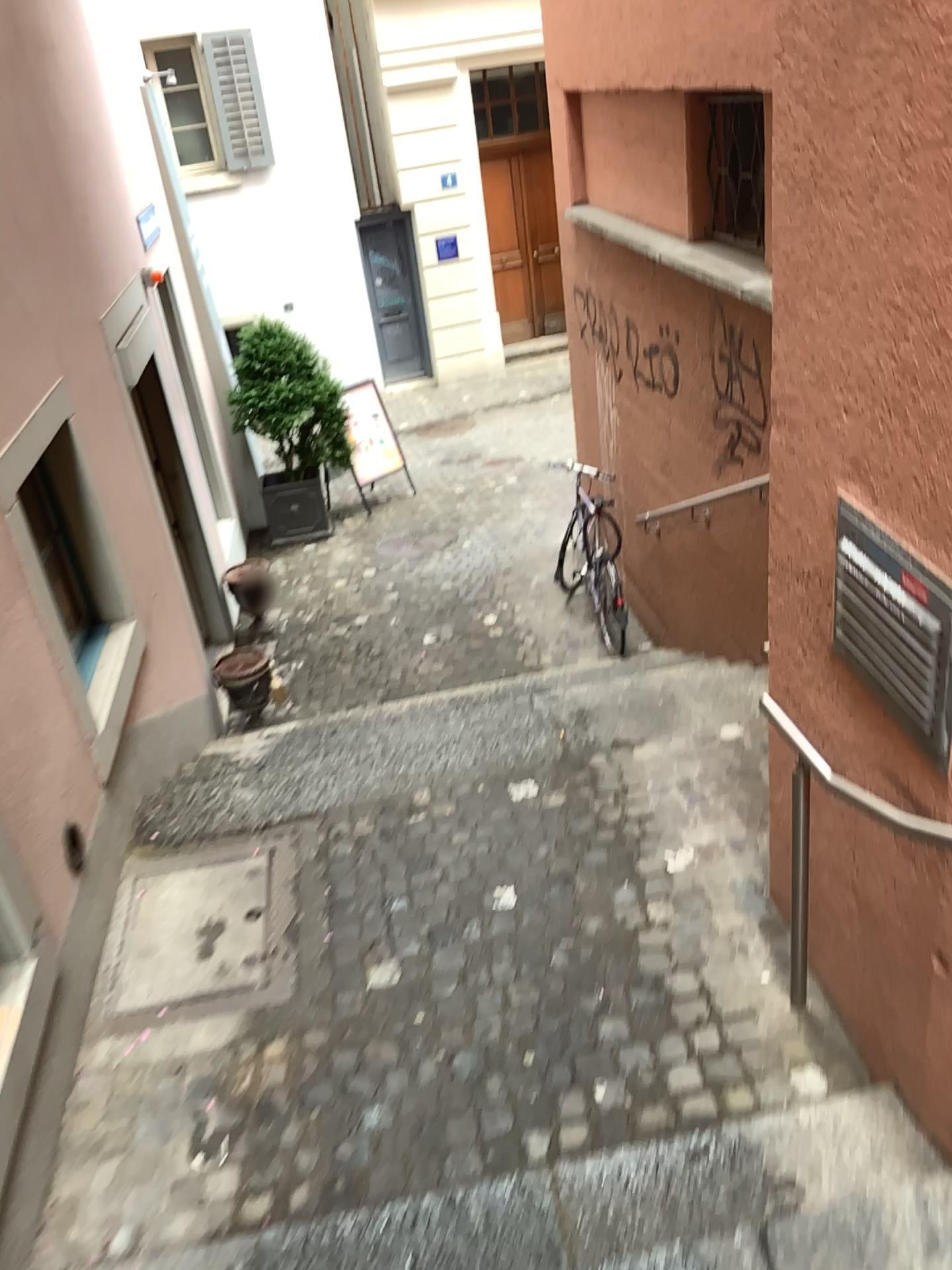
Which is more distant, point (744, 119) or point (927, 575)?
point (744, 119)

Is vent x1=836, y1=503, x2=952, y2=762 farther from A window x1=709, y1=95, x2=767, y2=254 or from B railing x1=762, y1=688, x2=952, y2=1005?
A window x1=709, y1=95, x2=767, y2=254

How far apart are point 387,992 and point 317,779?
1.3m

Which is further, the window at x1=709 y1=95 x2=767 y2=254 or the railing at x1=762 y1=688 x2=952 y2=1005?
the window at x1=709 y1=95 x2=767 y2=254

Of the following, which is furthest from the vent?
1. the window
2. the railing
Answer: the window

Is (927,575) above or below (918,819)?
above

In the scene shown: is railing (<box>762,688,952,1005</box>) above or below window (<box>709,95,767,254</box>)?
below

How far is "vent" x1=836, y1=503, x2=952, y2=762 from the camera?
1.9m

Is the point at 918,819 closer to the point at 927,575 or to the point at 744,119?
the point at 927,575
